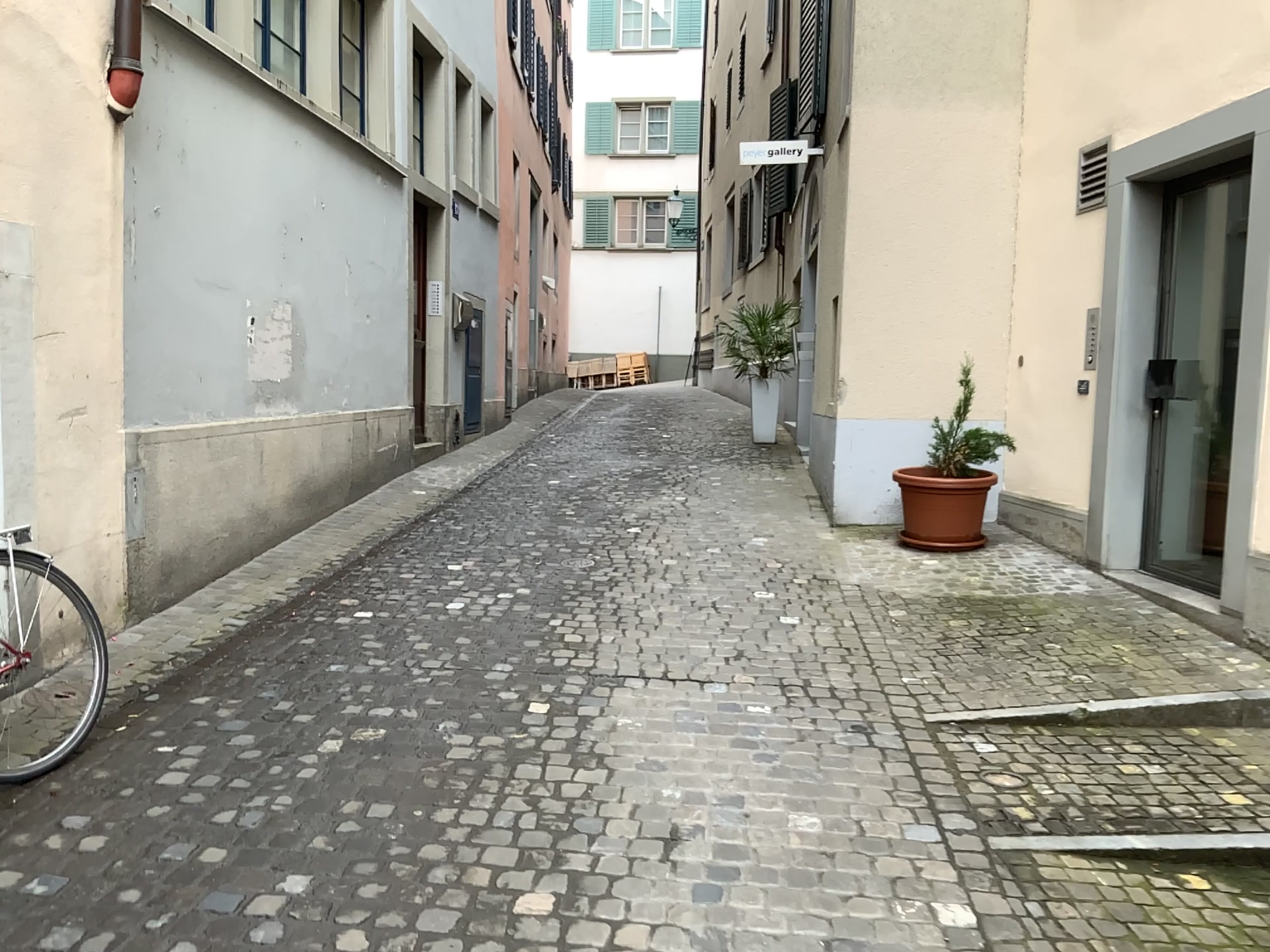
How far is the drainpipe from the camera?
4.15m

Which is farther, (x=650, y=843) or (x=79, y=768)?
(x=79, y=768)

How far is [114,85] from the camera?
4.15m
